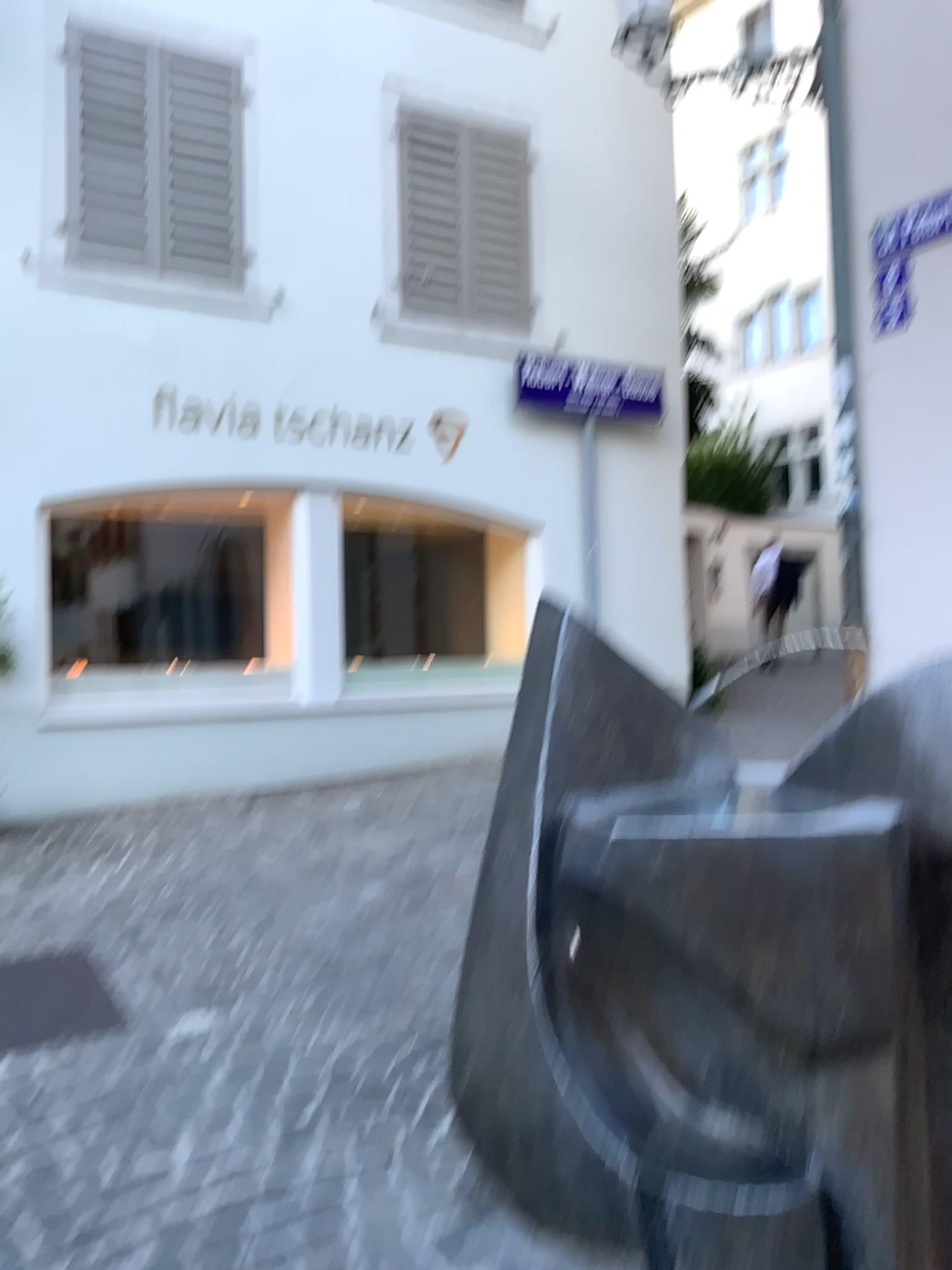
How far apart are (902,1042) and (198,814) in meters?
3.9

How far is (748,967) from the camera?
1.62m

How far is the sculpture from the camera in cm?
162
